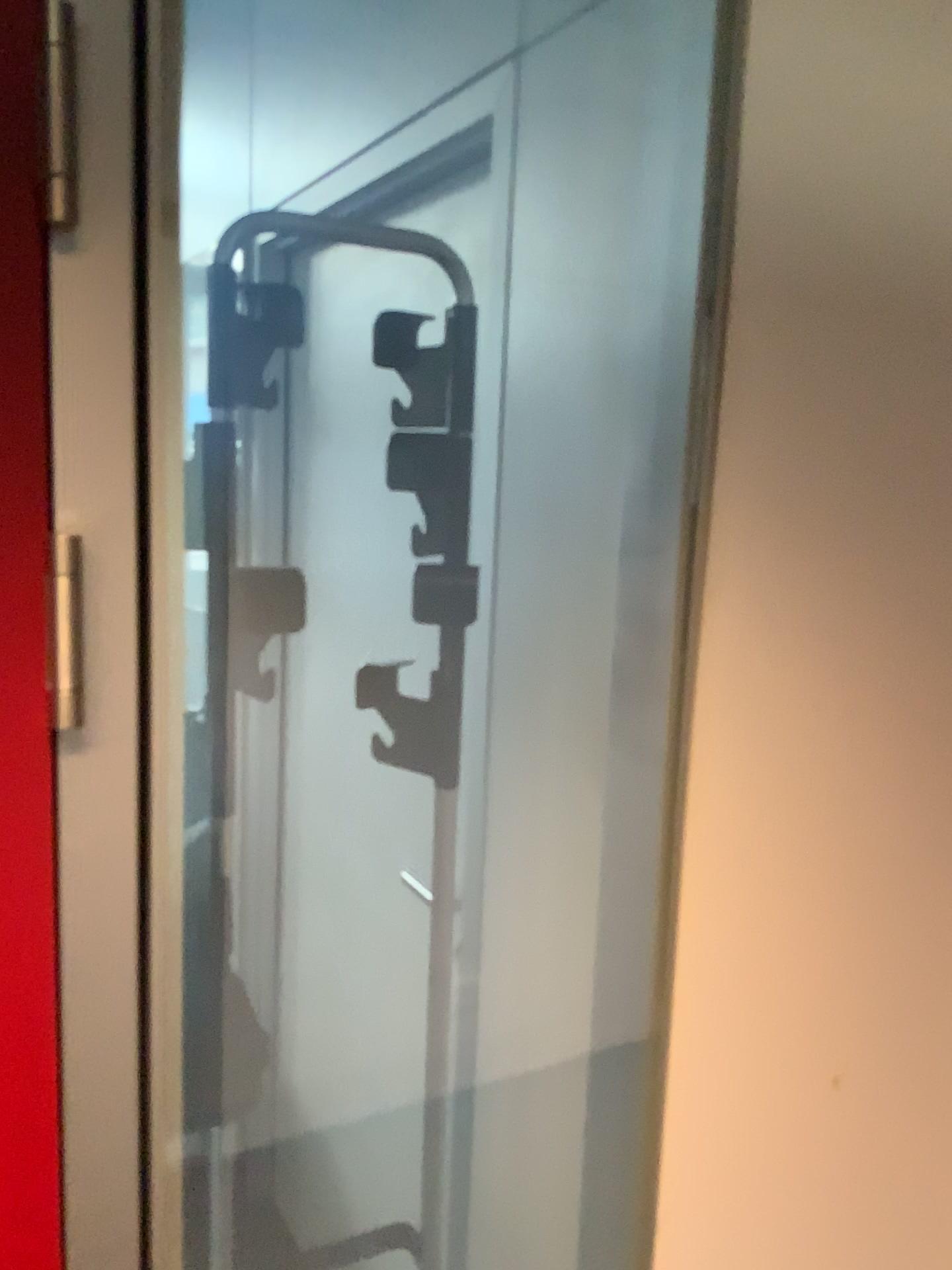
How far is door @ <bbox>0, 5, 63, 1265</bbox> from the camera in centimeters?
62cm

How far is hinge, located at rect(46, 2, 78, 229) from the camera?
0.6 meters

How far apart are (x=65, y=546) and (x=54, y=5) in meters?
0.3

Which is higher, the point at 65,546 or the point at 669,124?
the point at 669,124

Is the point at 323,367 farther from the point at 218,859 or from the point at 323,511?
the point at 218,859

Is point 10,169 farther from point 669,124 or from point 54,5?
point 669,124

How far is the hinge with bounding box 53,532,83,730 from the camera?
0.65m
